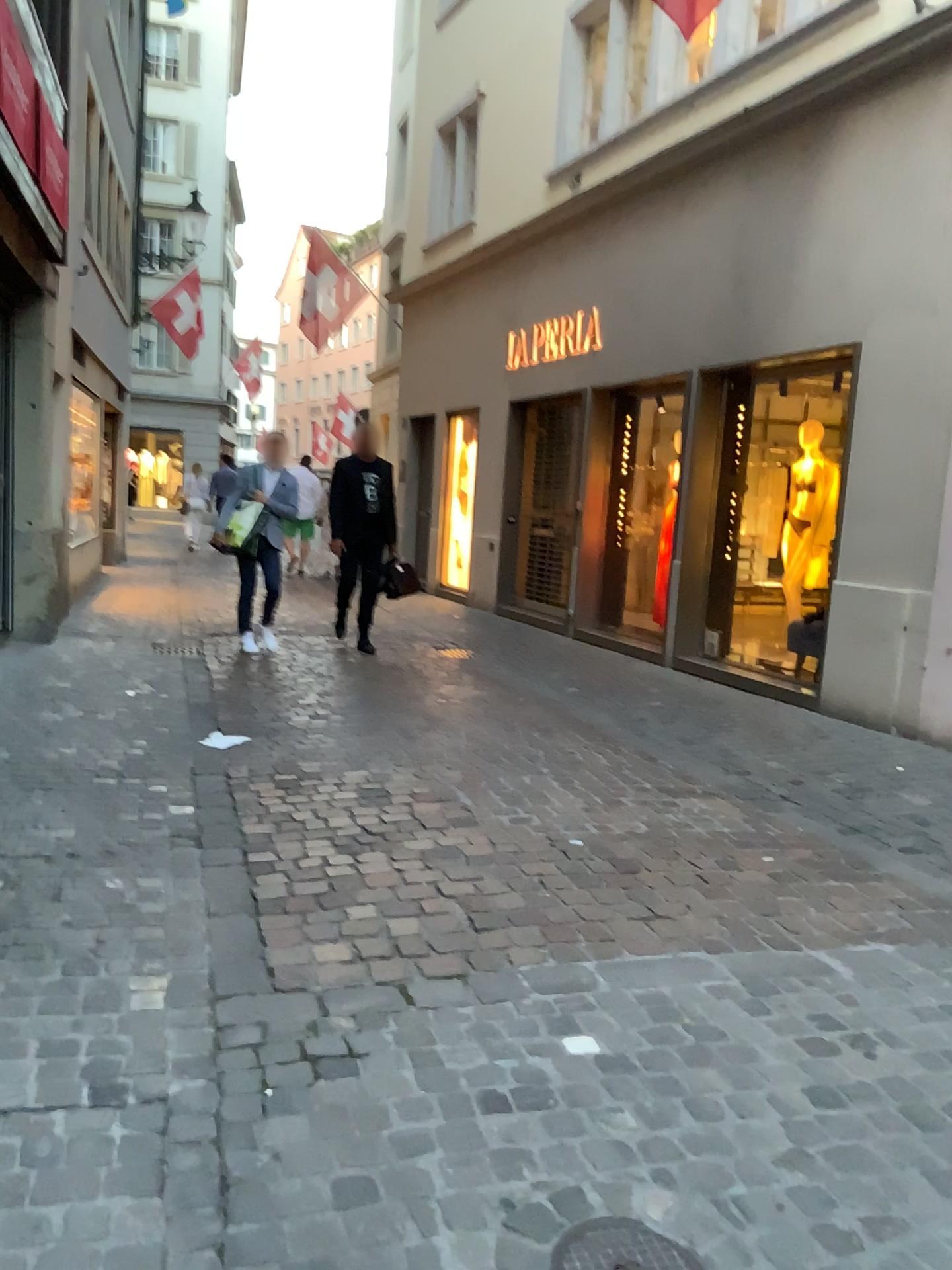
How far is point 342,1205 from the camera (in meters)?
1.88

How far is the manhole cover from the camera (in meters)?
1.76

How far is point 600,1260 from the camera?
1.8m
